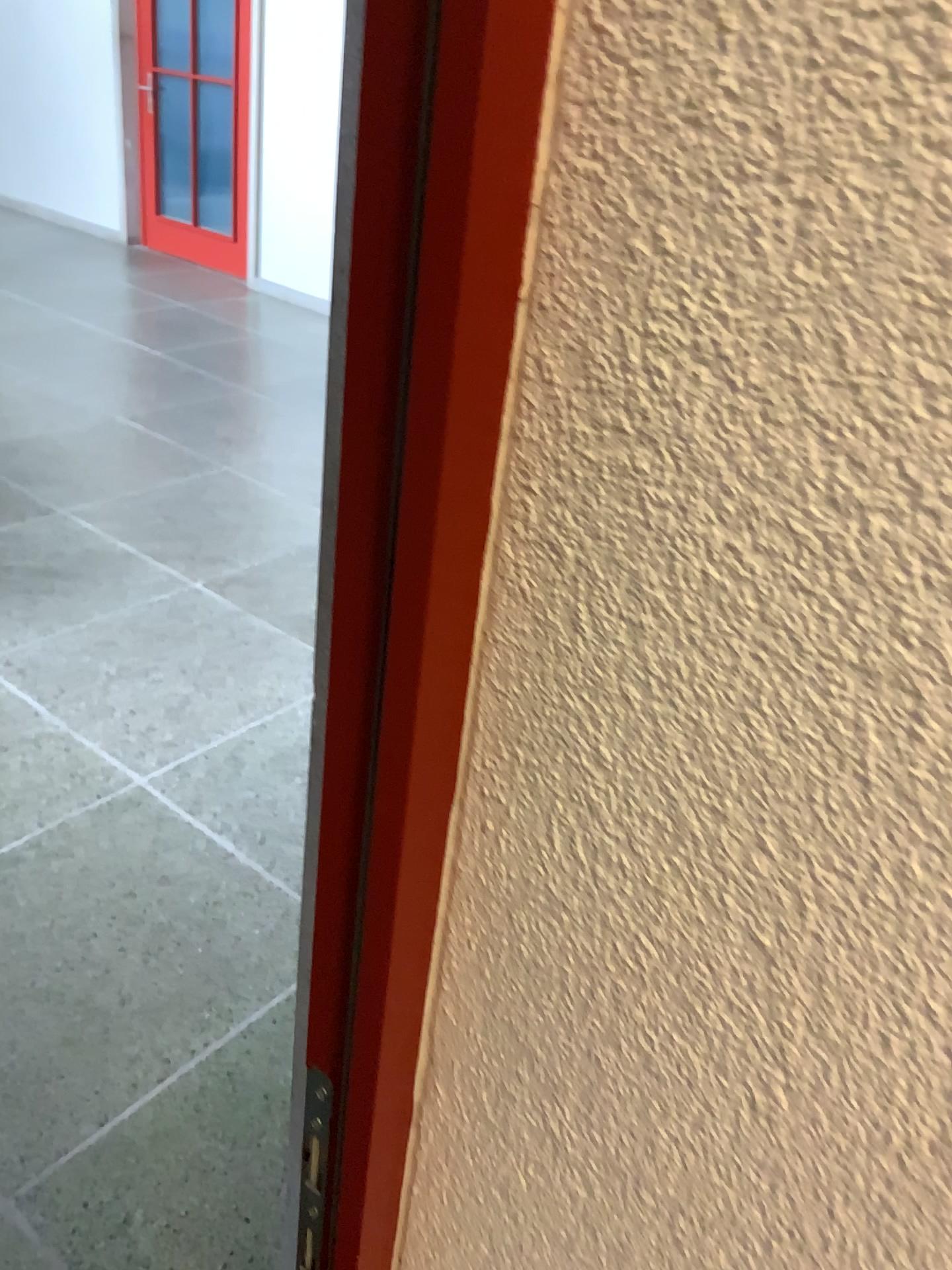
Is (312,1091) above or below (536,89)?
below

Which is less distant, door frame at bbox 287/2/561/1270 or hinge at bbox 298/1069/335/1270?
door frame at bbox 287/2/561/1270

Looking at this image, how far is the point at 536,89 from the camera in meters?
0.3 m

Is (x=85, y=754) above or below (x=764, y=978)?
below

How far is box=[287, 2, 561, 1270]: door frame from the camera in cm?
29

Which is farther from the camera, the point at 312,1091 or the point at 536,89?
the point at 312,1091
